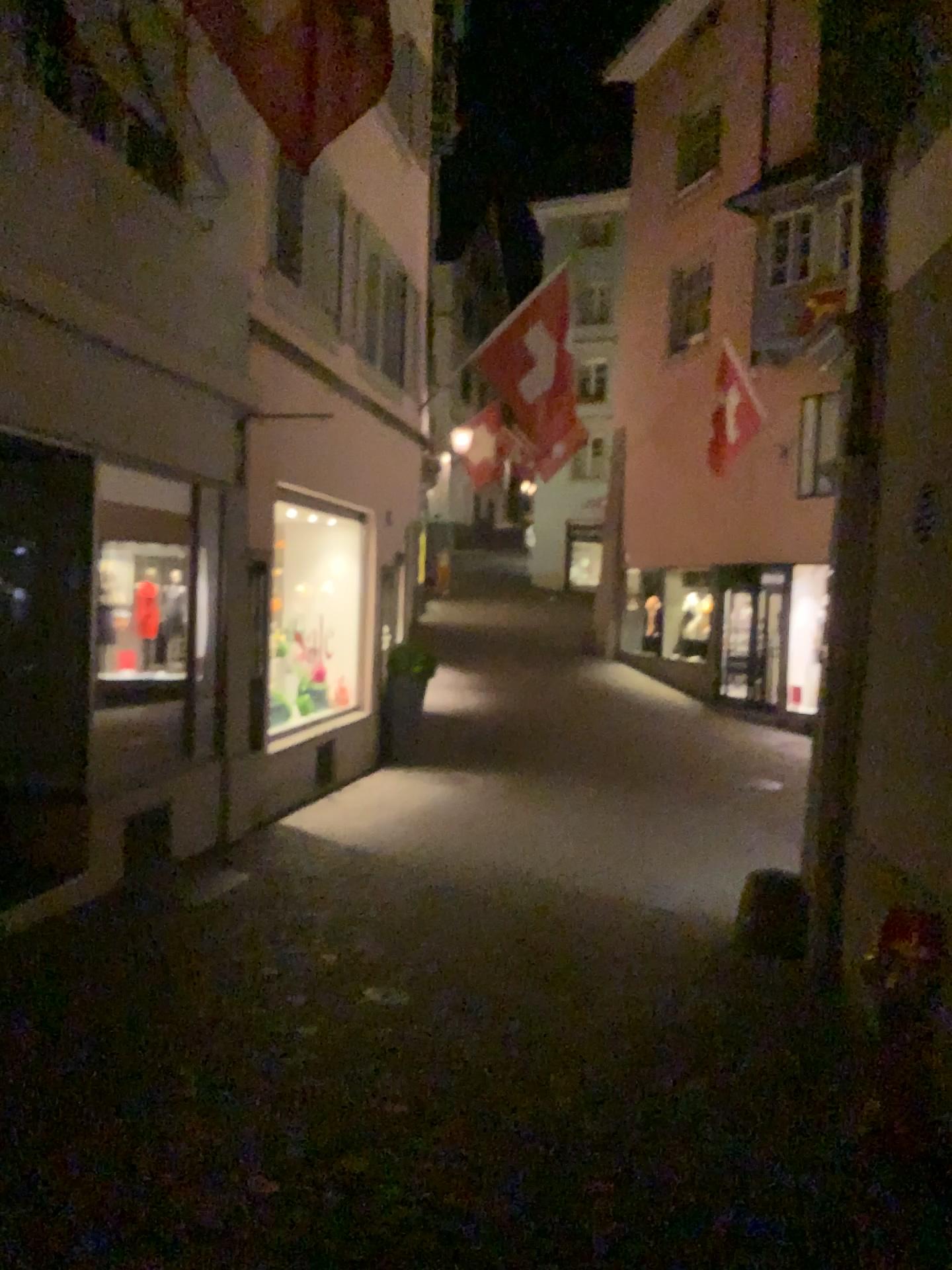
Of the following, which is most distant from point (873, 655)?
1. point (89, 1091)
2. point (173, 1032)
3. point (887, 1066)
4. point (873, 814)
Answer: point (89, 1091)
